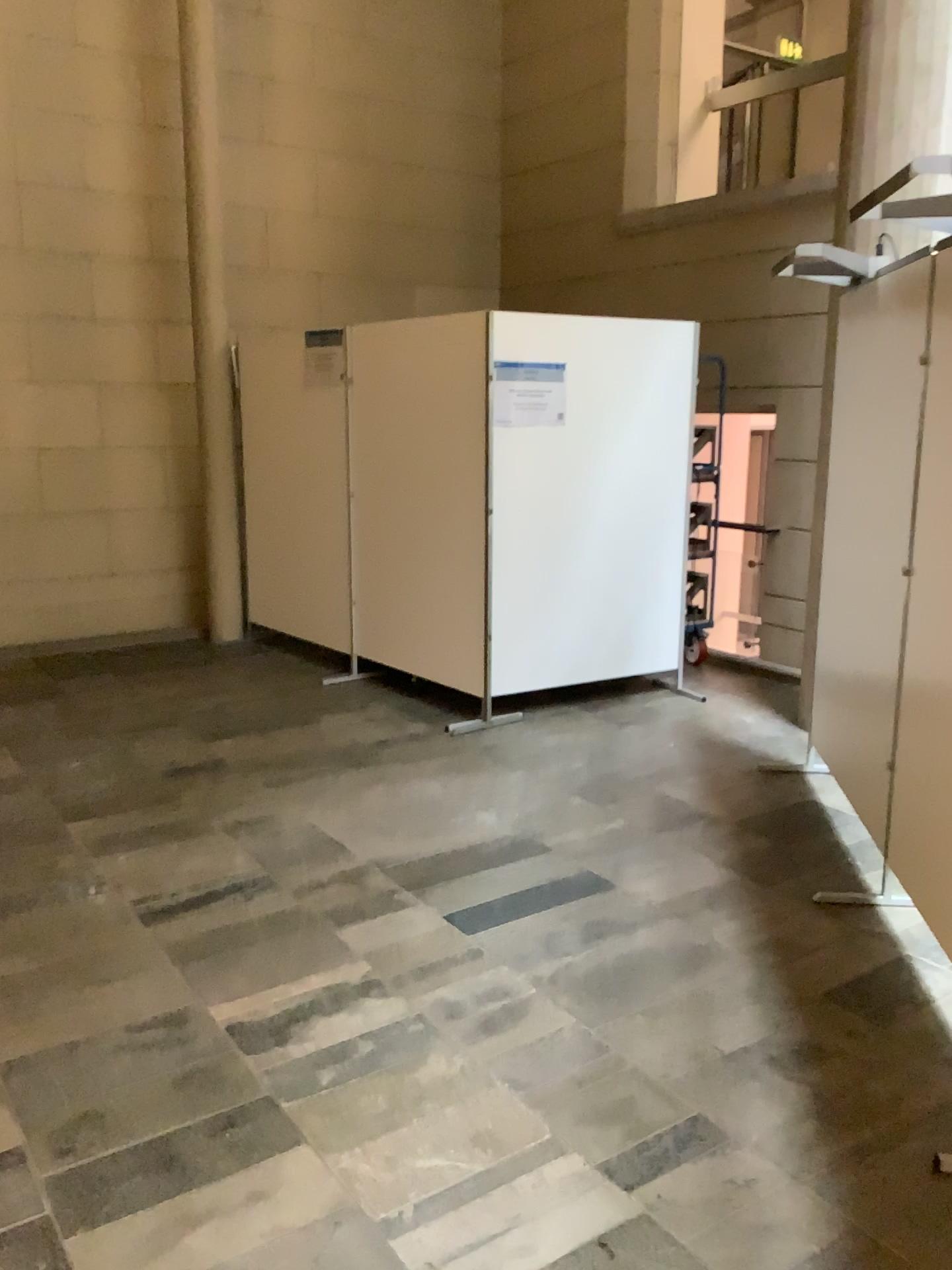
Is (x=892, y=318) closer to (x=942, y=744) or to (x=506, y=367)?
(x=942, y=744)

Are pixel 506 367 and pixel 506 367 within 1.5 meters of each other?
yes

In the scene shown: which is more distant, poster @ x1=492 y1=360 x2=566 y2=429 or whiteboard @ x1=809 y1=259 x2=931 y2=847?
poster @ x1=492 y1=360 x2=566 y2=429

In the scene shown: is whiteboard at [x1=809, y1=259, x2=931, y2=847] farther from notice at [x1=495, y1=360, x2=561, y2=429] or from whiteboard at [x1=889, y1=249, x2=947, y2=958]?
notice at [x1=495, y1=360, x2=561, y2=429]

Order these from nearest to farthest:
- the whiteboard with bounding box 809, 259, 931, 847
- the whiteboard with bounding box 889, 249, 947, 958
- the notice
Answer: the whiteboard with bounding box 889, 249, 947, 958, the whiteboard with bounding box 809, 259, 931, 847, the notice

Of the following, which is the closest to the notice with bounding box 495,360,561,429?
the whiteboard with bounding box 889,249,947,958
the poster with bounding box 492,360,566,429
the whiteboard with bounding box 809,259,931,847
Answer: the poster with bounding box 492,360,566,429

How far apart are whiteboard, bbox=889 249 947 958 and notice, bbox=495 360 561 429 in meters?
2.1

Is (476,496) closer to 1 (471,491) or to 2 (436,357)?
1 (471,491)

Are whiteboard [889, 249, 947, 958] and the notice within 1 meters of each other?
no

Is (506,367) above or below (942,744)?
above
